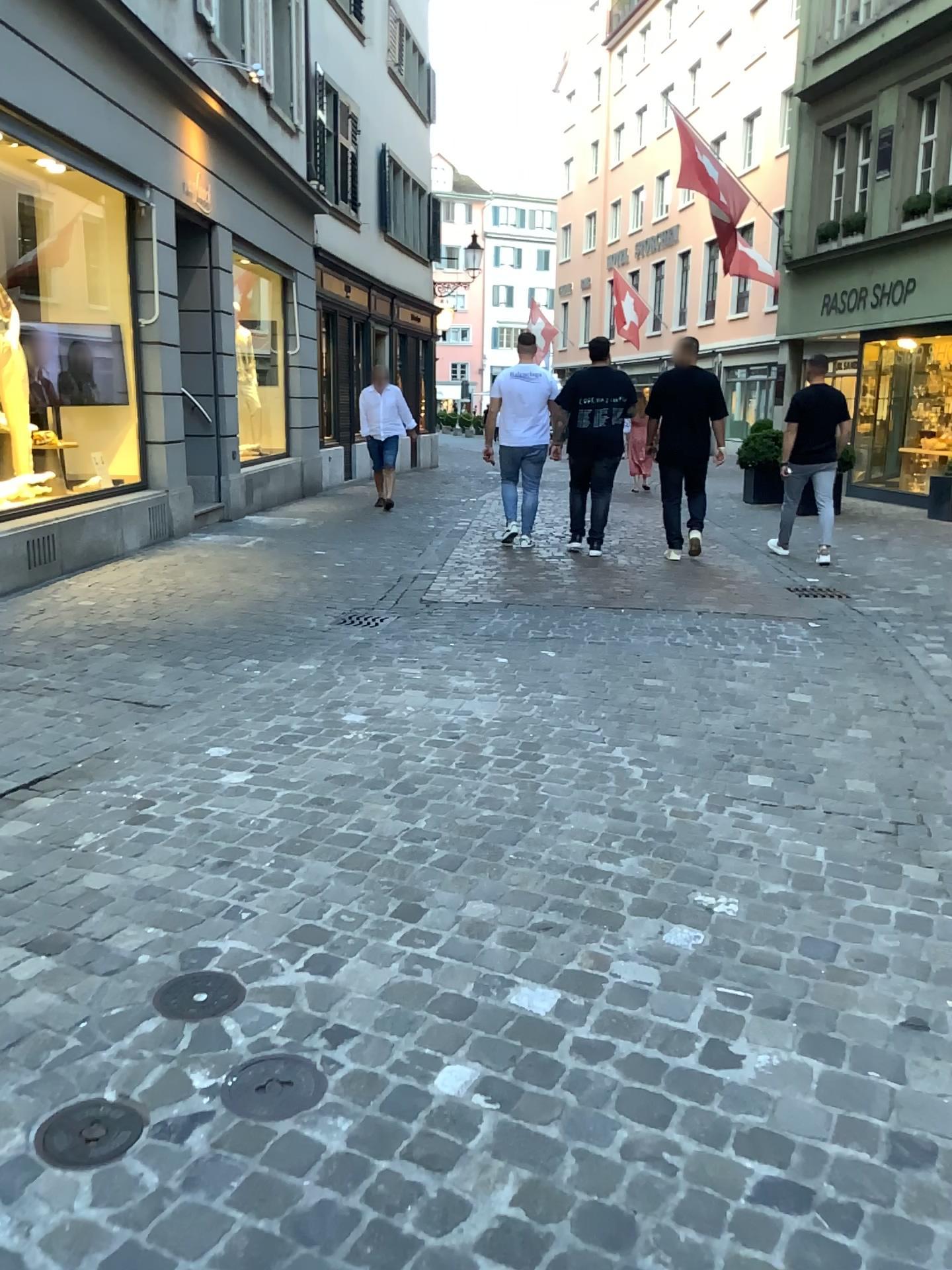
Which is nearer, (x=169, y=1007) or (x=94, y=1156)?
(x=94, y=1156)

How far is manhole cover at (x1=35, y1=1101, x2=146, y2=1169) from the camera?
1.7 meters

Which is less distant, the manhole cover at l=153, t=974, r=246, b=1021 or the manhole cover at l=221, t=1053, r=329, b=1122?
the manhole cover at l=221, t=1053, r=329, b=1122

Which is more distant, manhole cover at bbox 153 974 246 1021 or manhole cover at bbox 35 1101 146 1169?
manhole cover at bbox 153 974 246 1021

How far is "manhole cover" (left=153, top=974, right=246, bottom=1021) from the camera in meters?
2.1 m

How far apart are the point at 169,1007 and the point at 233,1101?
0.3 meters

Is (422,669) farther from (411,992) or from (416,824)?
(411,992)

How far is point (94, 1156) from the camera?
1.7m

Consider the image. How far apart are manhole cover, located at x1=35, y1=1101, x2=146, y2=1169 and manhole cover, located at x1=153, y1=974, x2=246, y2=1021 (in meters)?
0.29

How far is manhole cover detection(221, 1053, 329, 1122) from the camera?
1.8 meters
